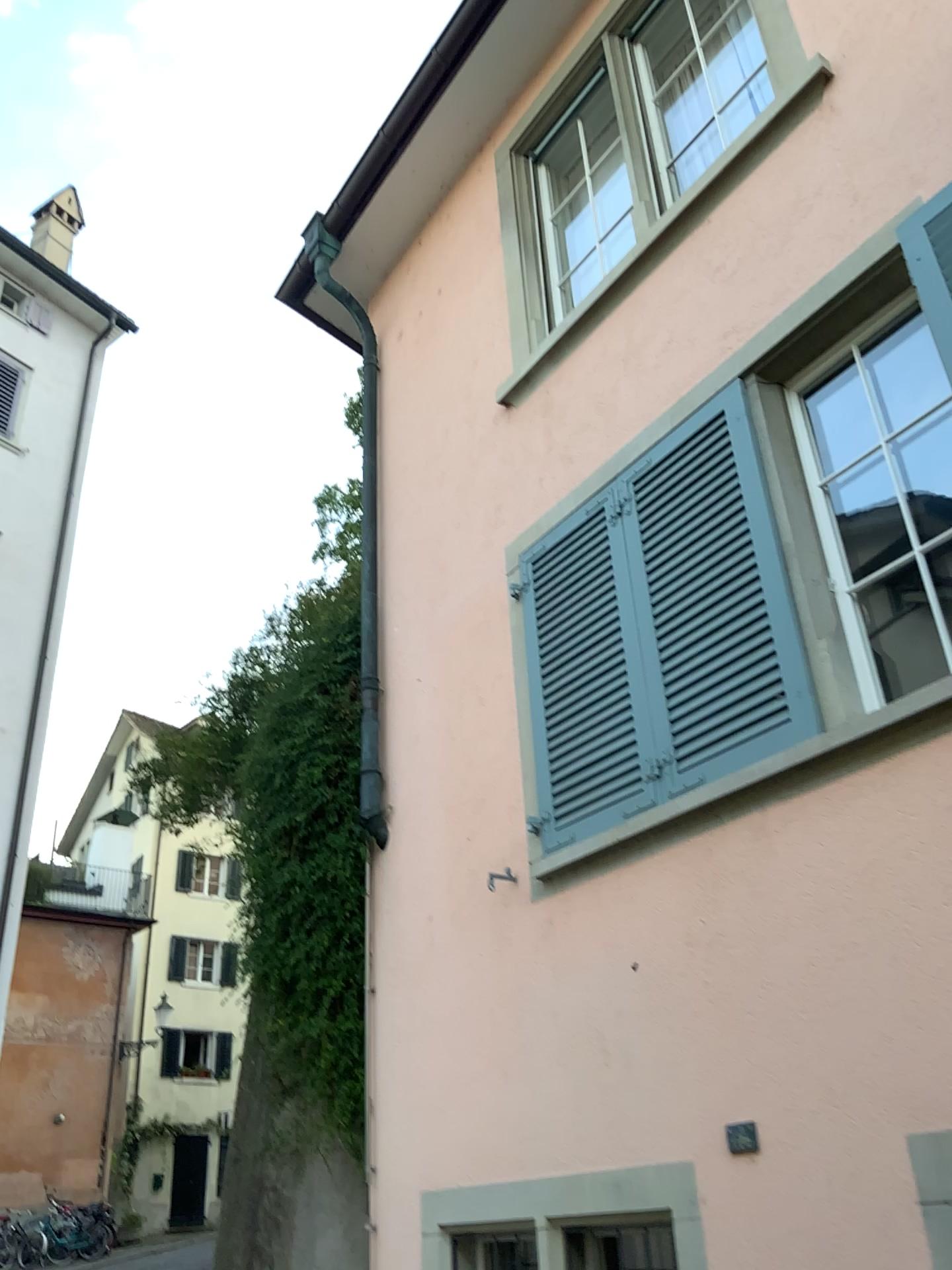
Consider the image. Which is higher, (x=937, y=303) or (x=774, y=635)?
(x=937, y=303)

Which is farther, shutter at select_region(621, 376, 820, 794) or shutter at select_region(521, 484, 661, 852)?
shutter at select_region(521, 484, 661, 852)

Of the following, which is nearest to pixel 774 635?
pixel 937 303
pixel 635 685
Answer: pixel 635 685

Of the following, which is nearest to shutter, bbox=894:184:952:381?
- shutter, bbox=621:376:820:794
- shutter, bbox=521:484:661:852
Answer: shutter, bbox=621:376:820:794

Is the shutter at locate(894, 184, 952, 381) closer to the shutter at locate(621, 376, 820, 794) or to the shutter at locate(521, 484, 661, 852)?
the shutter at locate(621, 376, 820, 794)

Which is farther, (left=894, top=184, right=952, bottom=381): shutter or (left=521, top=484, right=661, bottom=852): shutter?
(left=521, top=484, right=661, bottom=852): shutter

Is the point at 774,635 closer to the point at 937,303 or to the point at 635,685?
the point at 635,685

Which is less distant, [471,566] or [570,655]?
[570,655]
